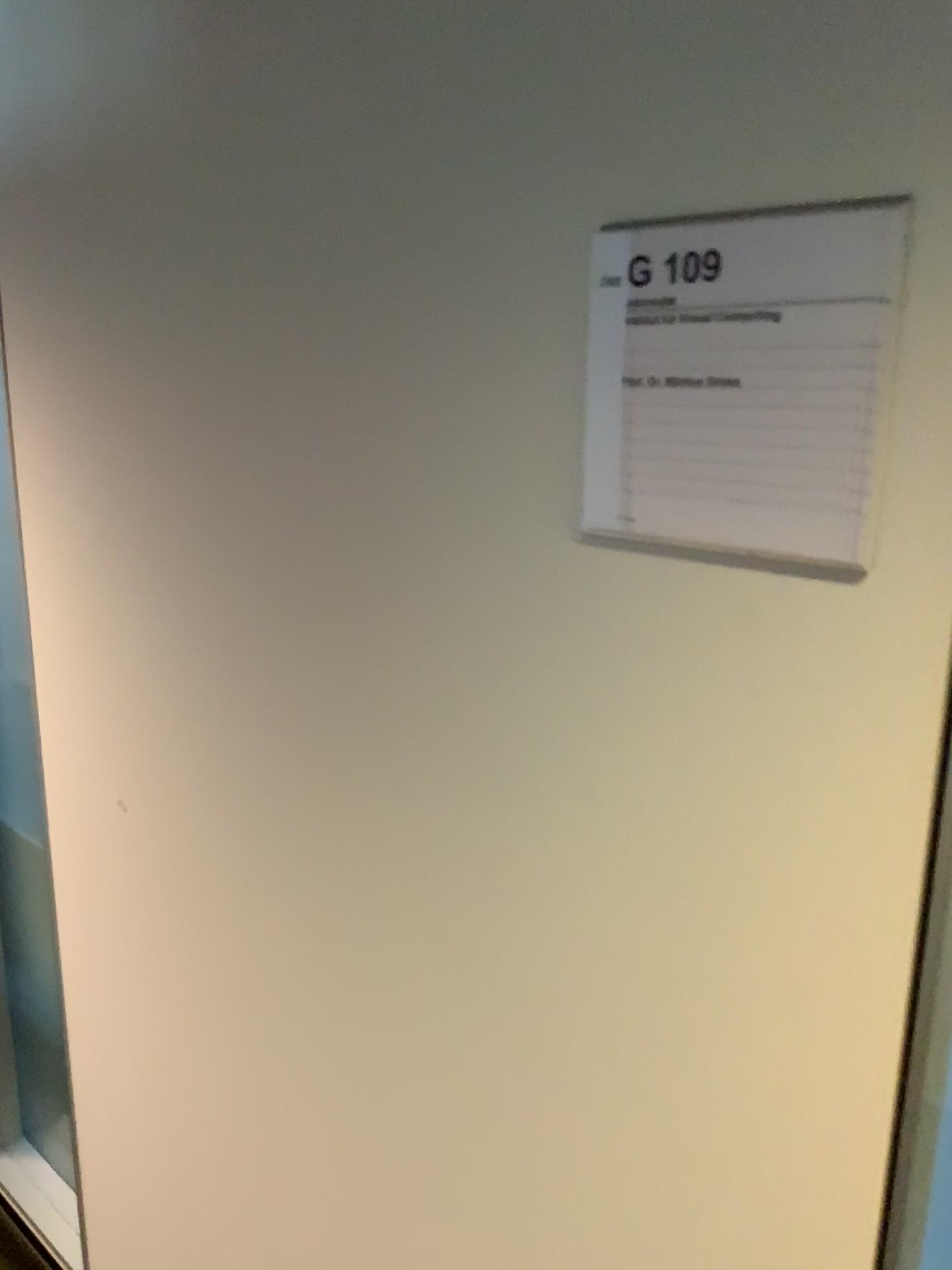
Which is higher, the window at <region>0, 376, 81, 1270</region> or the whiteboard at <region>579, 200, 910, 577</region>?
the whiteboard at <region>579, 200, 910, 577</region>

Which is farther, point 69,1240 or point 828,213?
point 69,1240

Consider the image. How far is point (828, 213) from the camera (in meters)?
0.62

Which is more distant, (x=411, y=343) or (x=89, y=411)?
(x=89, y=411)

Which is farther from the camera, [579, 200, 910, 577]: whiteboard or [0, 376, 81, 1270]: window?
[0, 376, 81, 1270]: window

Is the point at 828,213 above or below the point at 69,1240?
above

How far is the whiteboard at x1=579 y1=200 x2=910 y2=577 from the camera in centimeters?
62cm
